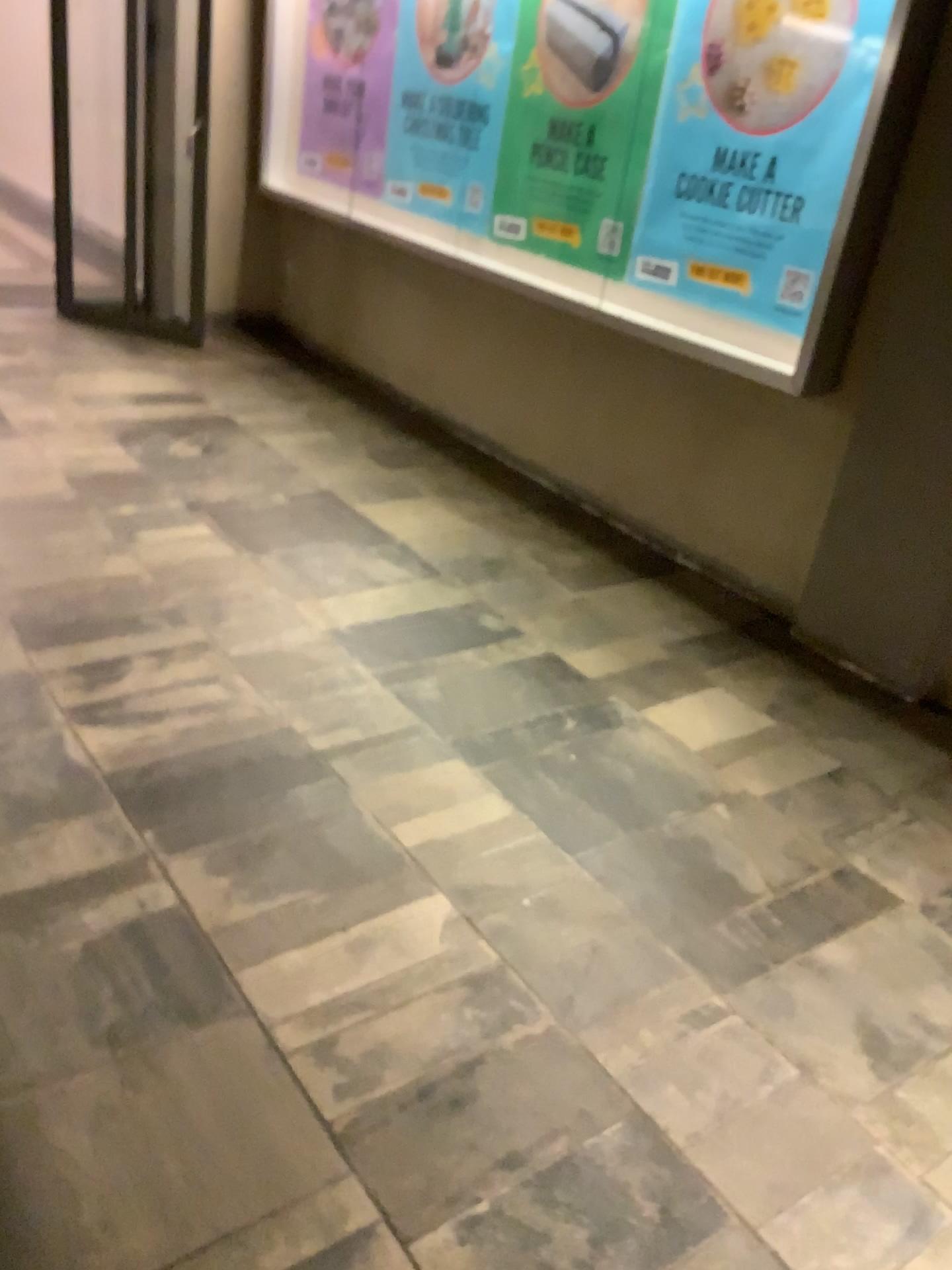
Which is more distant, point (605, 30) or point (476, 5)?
point (476, 5)

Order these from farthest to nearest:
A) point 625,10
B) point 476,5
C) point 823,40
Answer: point 476,5 → point 625,10 → point 823,40

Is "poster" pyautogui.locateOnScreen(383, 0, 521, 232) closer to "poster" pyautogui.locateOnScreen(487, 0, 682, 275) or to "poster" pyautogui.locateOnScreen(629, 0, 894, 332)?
"poster" pyautogui.locateOnScreen(487, 0, 682, 275)

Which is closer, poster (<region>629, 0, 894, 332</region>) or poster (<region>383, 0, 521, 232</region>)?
poster (<region>629, 0, 894, 332</region>)

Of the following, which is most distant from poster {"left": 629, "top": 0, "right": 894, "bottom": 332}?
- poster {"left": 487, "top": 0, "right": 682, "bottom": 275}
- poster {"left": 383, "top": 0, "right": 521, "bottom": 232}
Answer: poster {"left": 383, "top": 0, "right": 521, "bottom": 232}

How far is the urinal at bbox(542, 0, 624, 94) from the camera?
3.74m

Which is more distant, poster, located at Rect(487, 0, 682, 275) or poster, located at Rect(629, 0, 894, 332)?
poster, located at Rect(487, 0, 682, 275)

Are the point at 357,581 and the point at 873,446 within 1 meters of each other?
no

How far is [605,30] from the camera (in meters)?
3.74

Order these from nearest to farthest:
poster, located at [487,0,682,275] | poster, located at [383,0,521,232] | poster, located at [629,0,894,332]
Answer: poster, located at [629,0,894,332] → poster, located at [487,0,682,275] → poster, located at [383,0,521,232]
